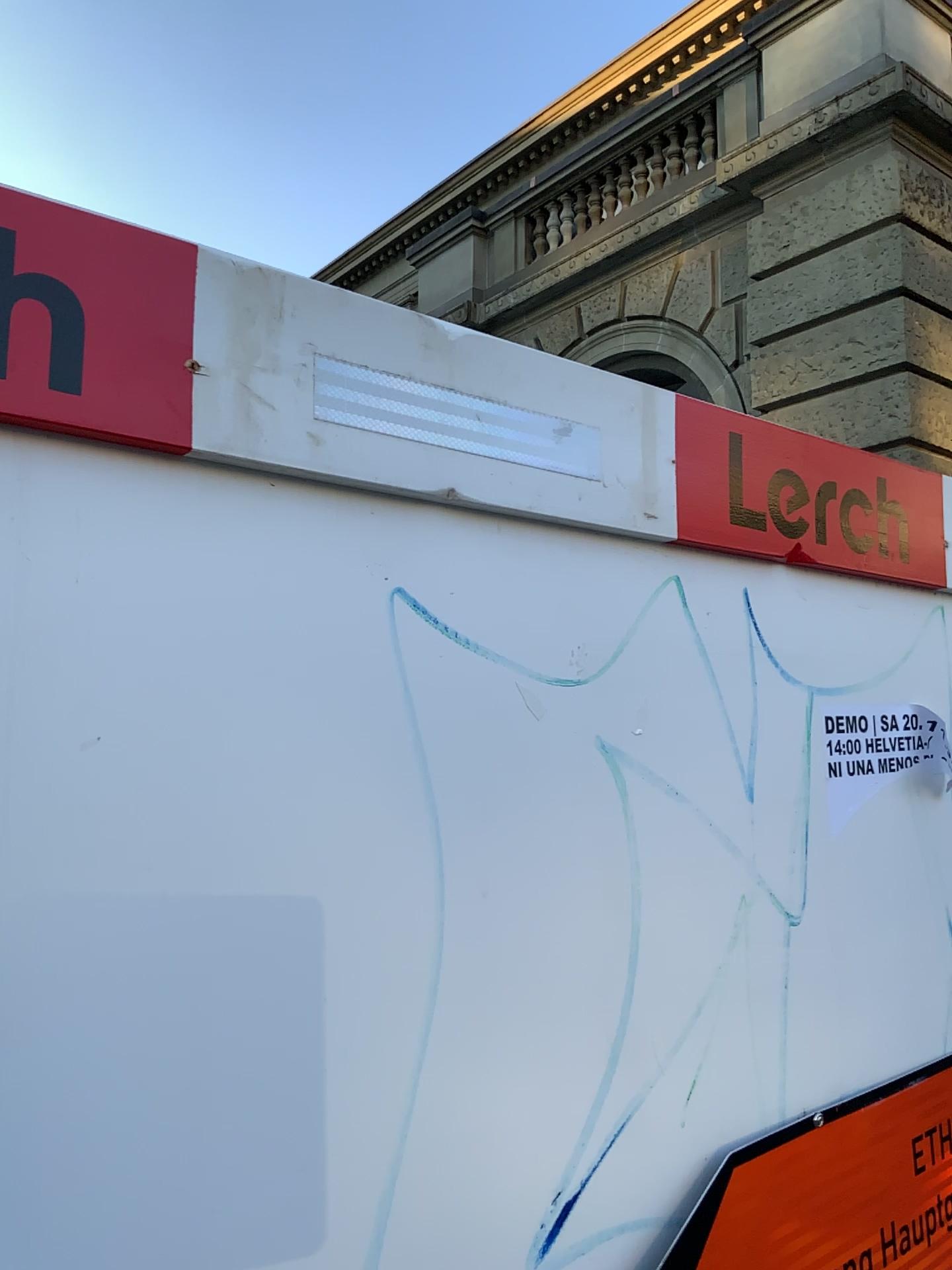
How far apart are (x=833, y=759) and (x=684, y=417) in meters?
0.4

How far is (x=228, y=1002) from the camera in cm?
72

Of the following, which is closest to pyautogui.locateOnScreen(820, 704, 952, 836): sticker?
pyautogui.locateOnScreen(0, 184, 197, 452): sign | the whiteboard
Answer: the whiteboard

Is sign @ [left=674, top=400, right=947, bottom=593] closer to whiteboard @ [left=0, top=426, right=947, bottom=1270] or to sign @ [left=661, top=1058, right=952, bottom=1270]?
whiteboard @ [left=0, top=426, right=947, bottom=1270]

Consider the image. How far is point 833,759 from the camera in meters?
1.2 m

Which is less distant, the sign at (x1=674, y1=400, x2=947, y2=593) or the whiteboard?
the whiteboard

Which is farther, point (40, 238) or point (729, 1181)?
point (729, 1181)

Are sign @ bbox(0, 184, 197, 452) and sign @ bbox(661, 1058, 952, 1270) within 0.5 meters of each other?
no

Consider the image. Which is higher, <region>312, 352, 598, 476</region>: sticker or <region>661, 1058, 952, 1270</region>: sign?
<region>312, 352, 598, 476</region>: sticker

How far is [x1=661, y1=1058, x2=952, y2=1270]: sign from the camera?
1.0 meters
